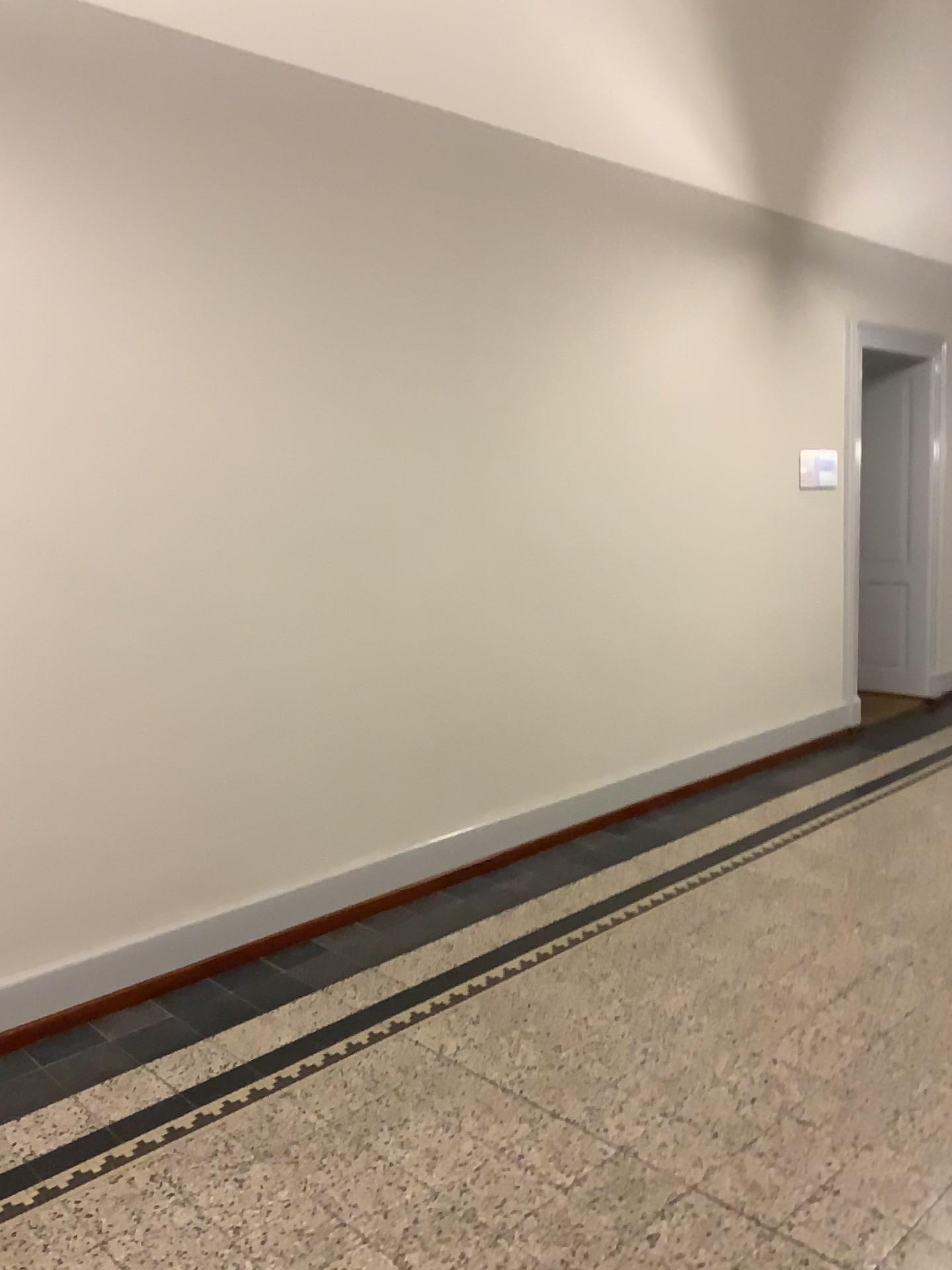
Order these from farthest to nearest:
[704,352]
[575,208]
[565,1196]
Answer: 1. [704,352]
2. [575,208]
3. [565,1196]
